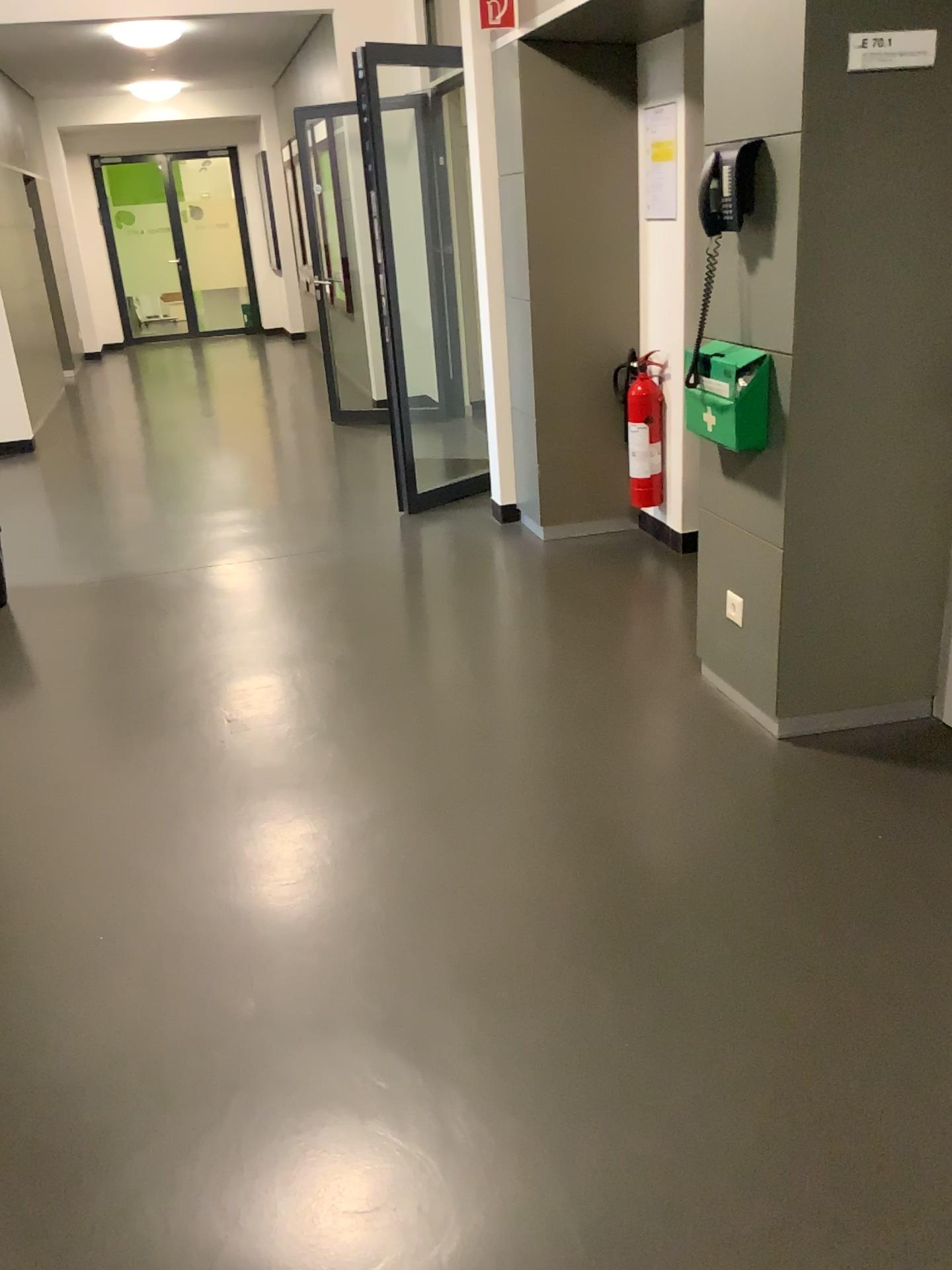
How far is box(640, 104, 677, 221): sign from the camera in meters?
Answer: 4.1 m

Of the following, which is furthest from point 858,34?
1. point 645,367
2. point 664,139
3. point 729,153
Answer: point 645,367

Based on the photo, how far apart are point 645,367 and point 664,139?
0.89m

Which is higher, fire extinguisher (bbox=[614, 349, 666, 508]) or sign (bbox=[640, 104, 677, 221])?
sign (bbox=[640, 104, 677, 221])

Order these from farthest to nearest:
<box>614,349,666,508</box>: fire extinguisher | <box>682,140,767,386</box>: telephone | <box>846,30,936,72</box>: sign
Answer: <box>614,349,666,508</box>: fire extinguisher, <box>682,140,767,386</box>: telephone, <box>846,30,936,72</box>: sign

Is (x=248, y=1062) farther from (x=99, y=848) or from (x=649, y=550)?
(x=649, y=550)

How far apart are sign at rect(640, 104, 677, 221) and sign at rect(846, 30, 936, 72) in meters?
1.8 m

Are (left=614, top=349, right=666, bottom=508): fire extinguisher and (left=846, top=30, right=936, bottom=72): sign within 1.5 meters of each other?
no

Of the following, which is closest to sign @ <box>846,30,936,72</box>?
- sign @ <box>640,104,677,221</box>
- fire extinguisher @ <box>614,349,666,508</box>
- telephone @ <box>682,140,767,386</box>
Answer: telephone @ <box>682,140,767,386</box>

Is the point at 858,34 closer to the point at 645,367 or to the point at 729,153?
the point at 729,153
